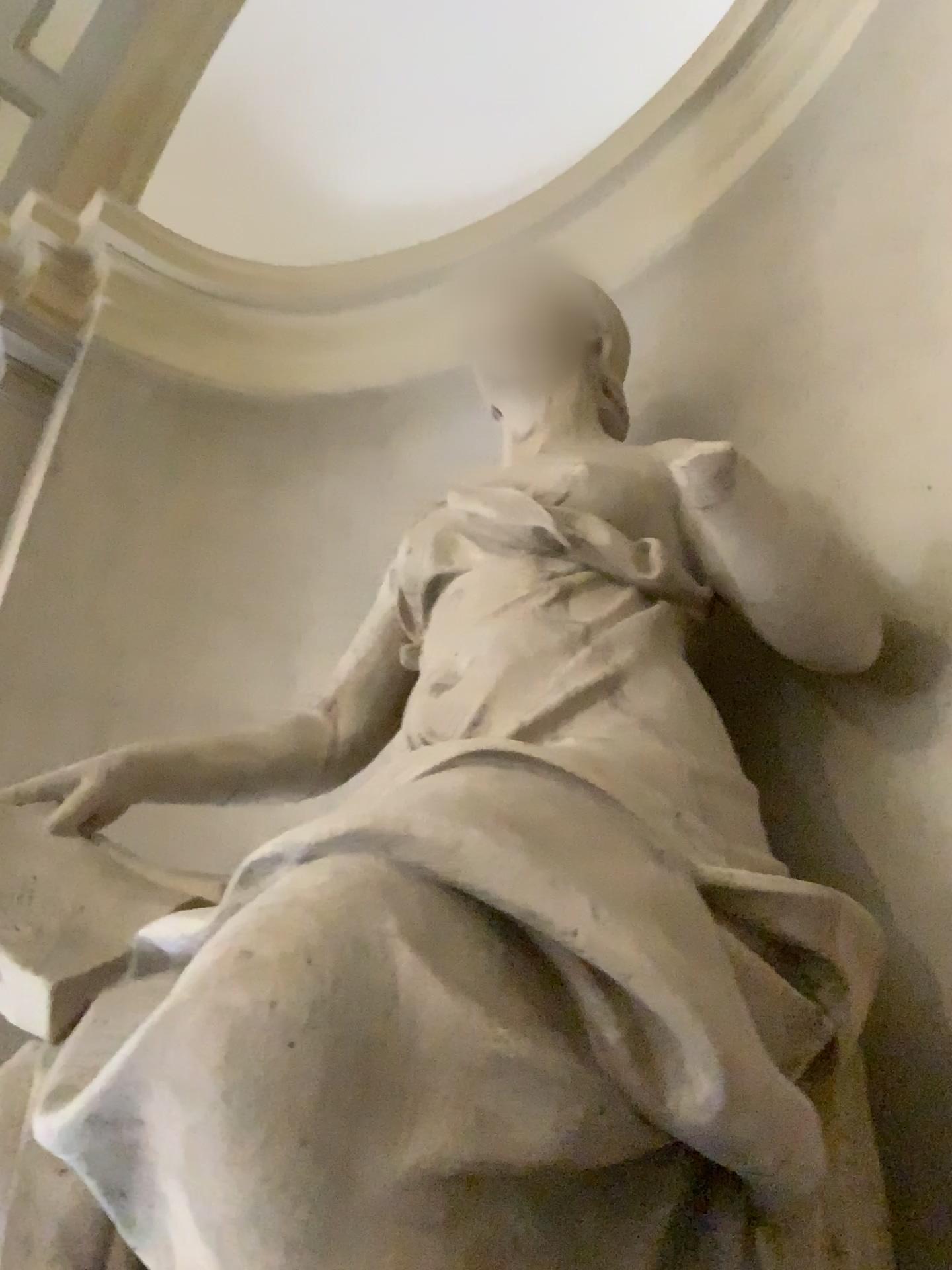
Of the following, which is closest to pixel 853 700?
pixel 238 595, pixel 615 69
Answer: pixel 238 595

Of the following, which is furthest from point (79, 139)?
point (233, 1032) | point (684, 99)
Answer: point (233, 1032)

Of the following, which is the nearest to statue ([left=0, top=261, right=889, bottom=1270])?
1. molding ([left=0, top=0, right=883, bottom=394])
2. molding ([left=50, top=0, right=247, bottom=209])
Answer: molding ([left=0, top=0, right=883, bottom=394])

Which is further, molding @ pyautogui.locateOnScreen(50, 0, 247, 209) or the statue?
molding @ pyautogui.locateOnScreen(50, 0, 247, 209)

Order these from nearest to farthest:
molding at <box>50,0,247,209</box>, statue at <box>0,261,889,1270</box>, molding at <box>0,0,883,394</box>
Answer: statue at <box>0,261,889,1270</box>, molding at <box>0,0,883,394</box>, molding at <box>50,0,247,209</box>

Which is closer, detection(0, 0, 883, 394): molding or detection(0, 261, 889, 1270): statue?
detection(0, 261, 889, 1270): statue

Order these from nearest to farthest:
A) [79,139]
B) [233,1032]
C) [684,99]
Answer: [233,1032] < [684,99] < [79,139]

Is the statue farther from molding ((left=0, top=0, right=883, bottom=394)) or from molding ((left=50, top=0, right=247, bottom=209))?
molding ((left=50, top=0, right=247, bottom=209))

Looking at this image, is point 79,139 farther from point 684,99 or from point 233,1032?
point 233,1032

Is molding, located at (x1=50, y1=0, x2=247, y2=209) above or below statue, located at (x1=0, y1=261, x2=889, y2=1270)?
above
